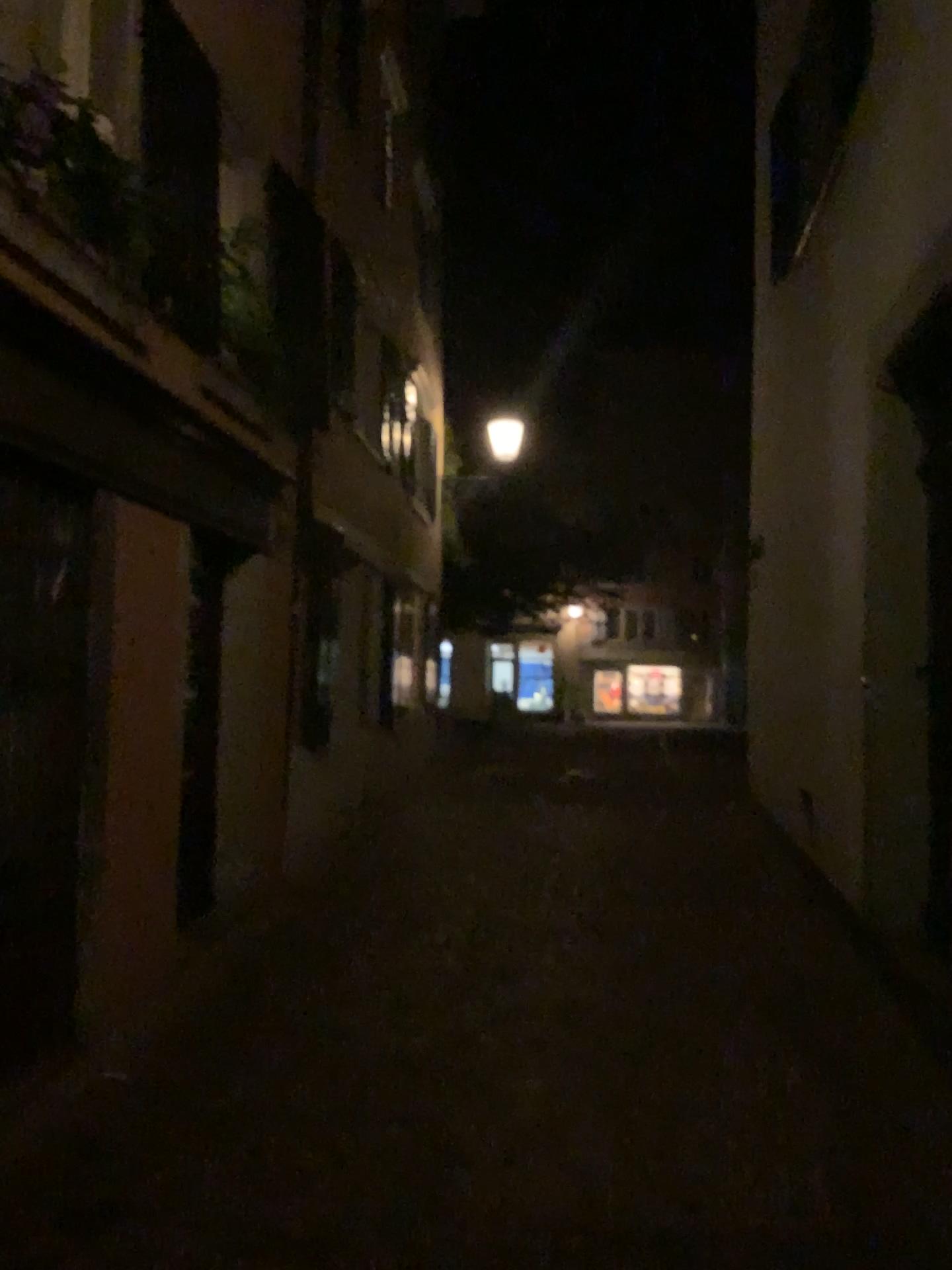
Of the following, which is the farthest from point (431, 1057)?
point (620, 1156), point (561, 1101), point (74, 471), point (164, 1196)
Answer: point (74, 471)
